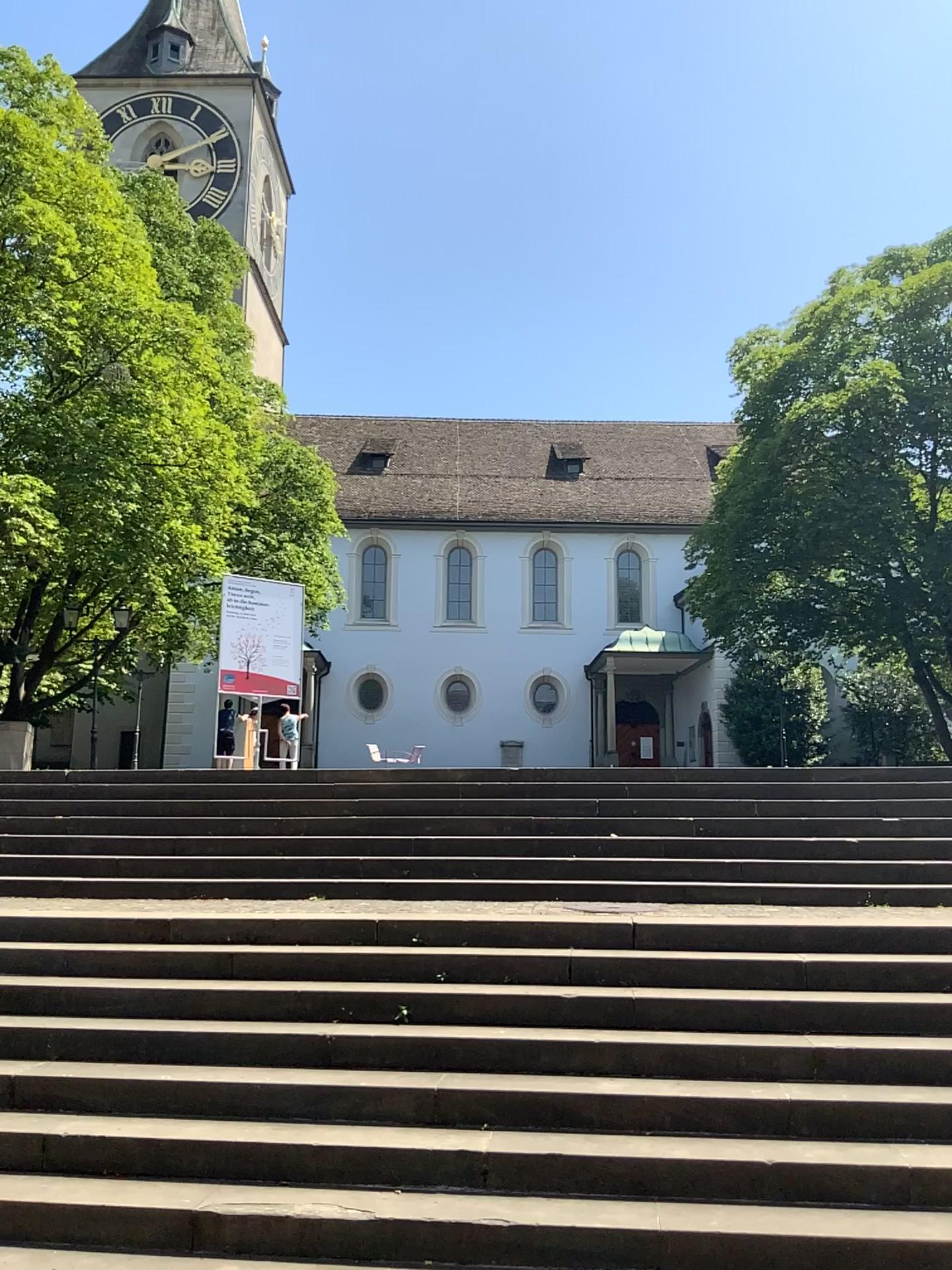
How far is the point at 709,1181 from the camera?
4.0m
